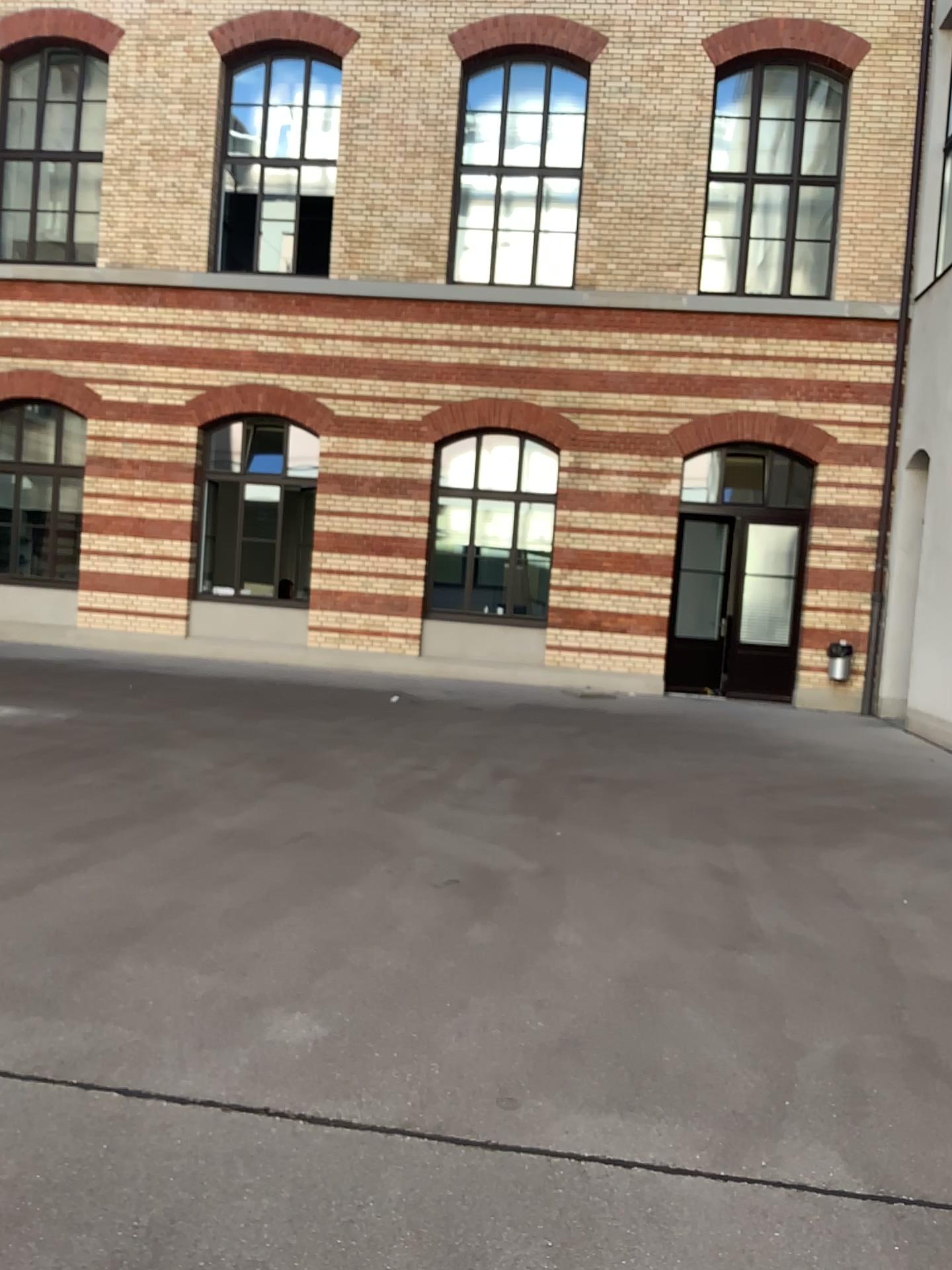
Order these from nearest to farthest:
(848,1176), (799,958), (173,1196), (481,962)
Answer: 1. (173,1196)
2. (848,1176)
3. (481,962)
4. (799,958)
